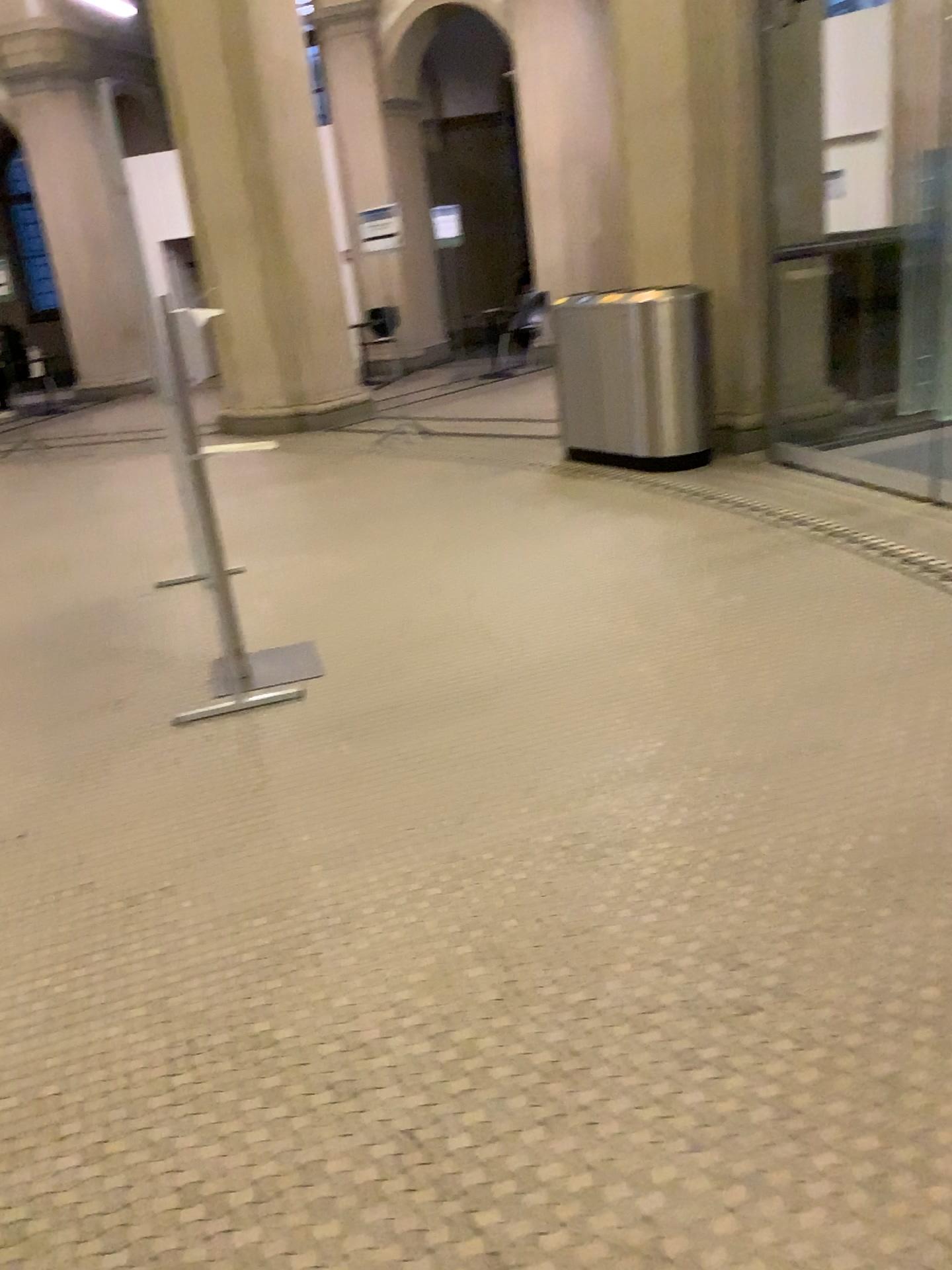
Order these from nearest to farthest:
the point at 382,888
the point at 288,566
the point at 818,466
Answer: the point at 382,888, the point at 288,566, the point at 818,466
